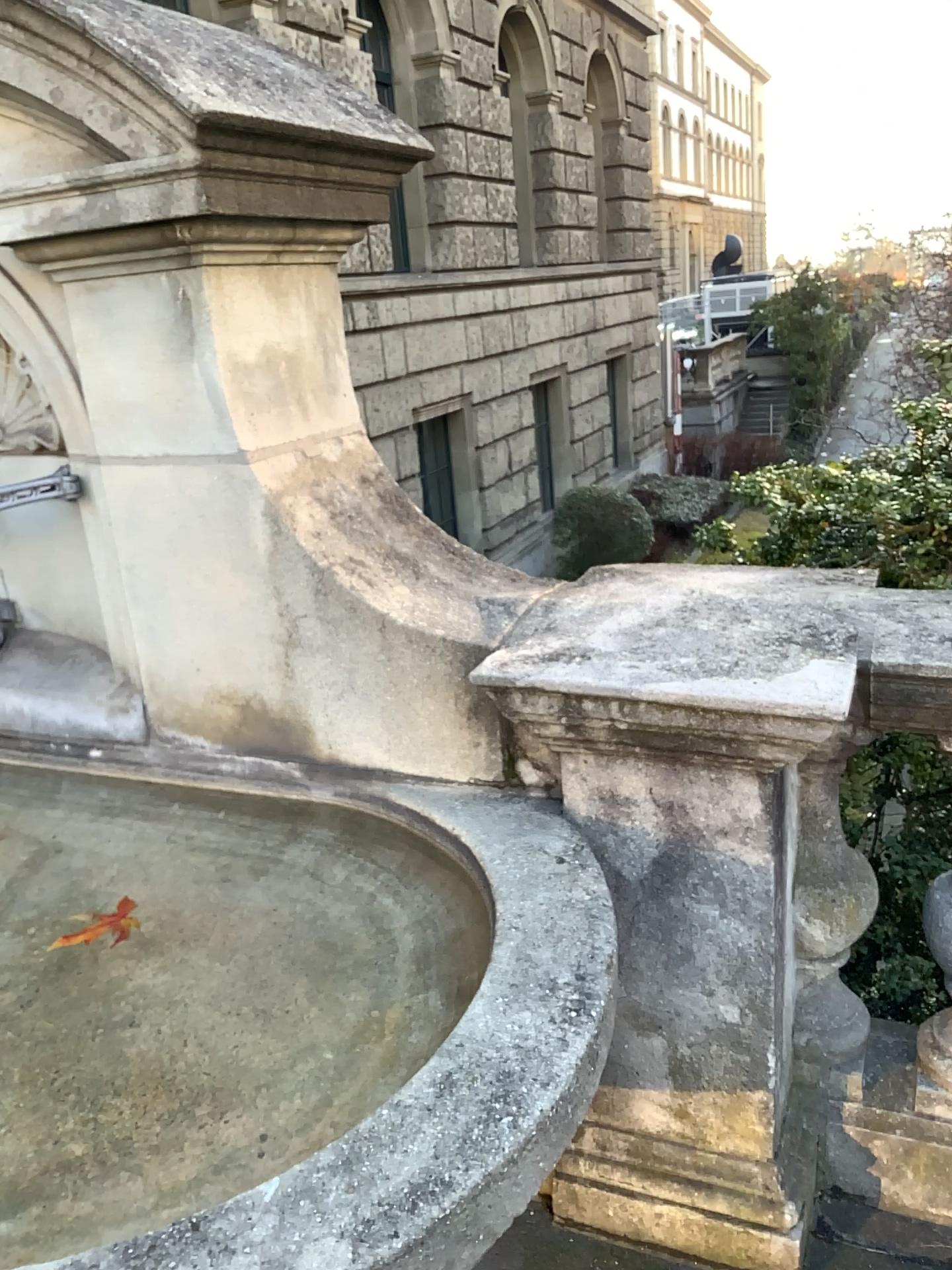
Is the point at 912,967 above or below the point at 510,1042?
below

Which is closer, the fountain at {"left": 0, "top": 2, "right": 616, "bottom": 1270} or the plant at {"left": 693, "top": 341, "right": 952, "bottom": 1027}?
the fountain at {"left": 0, "top": 2, "right": 616, "bottom": 1270}

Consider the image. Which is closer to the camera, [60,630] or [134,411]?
[134,411]

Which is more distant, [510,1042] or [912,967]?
[912,967]
